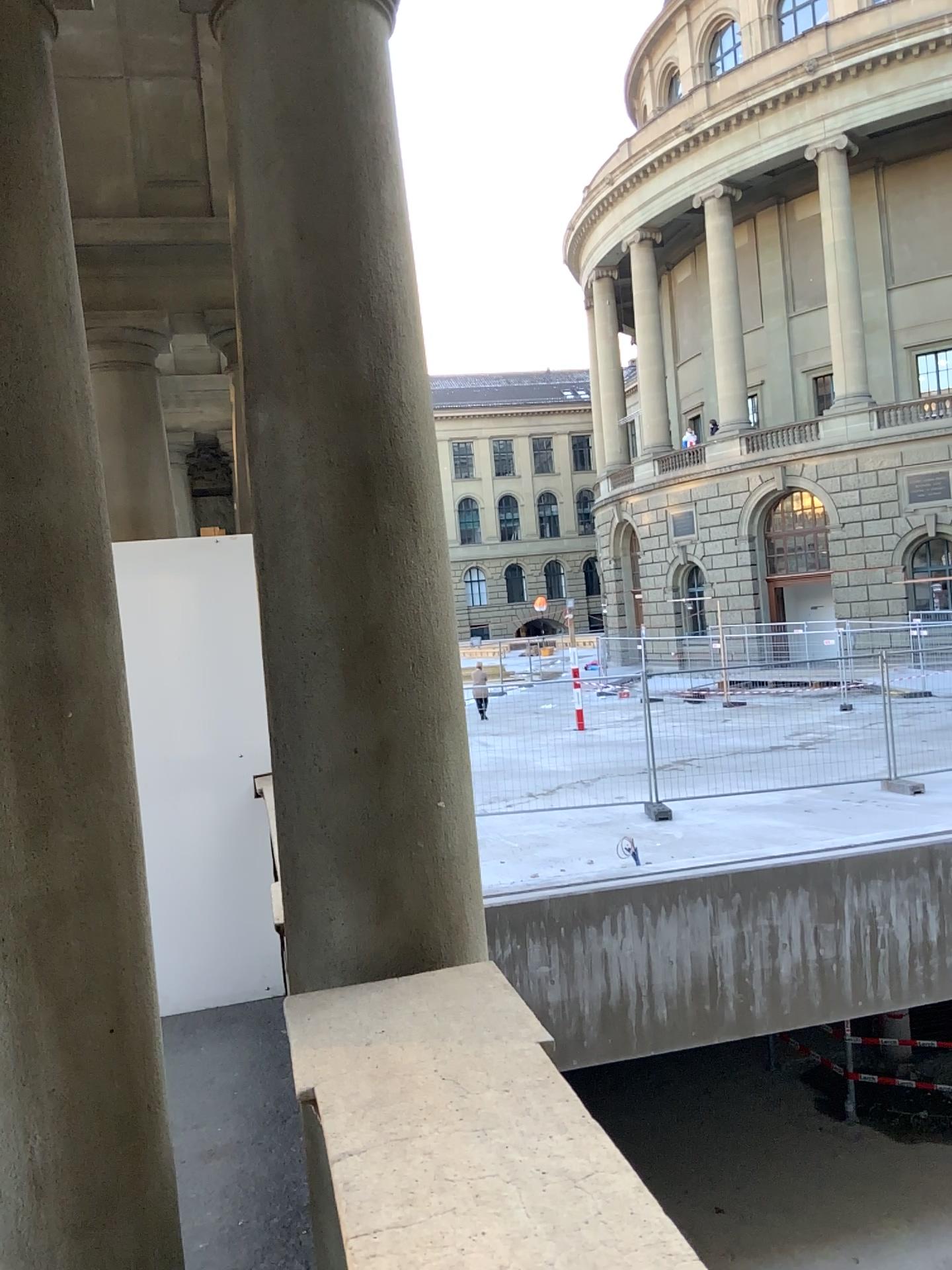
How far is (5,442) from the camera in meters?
1.9 m

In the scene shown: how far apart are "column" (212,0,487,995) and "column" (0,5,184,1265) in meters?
0.3

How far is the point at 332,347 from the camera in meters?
2.0 m

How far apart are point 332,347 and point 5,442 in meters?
0.6 m

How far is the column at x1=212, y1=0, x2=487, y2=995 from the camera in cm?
201

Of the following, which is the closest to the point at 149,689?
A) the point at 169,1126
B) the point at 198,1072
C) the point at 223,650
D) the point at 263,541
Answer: the point at 223,650

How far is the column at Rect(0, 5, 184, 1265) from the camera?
1.87m
